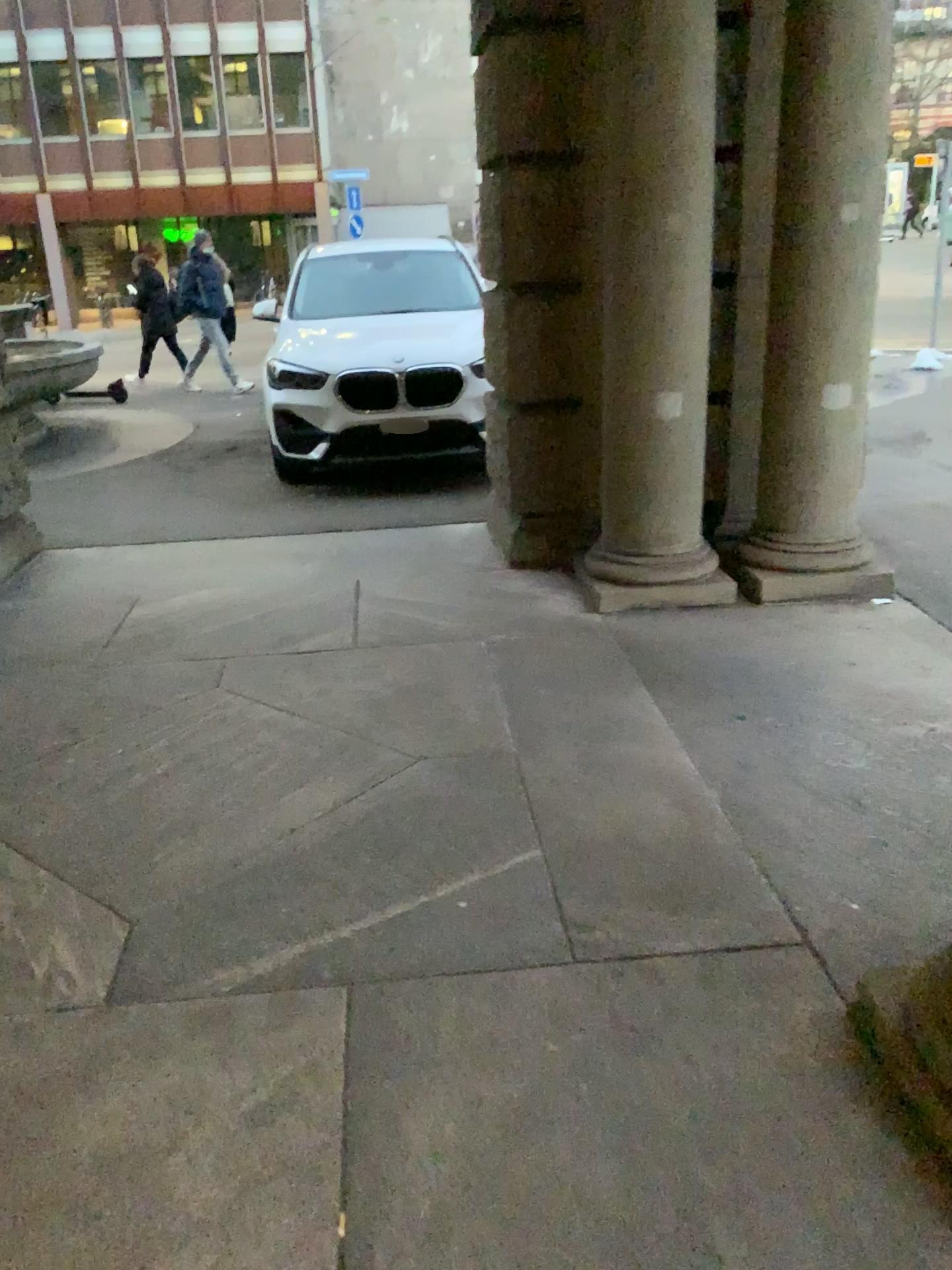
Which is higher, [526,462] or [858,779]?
[526,462]

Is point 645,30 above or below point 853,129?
above
